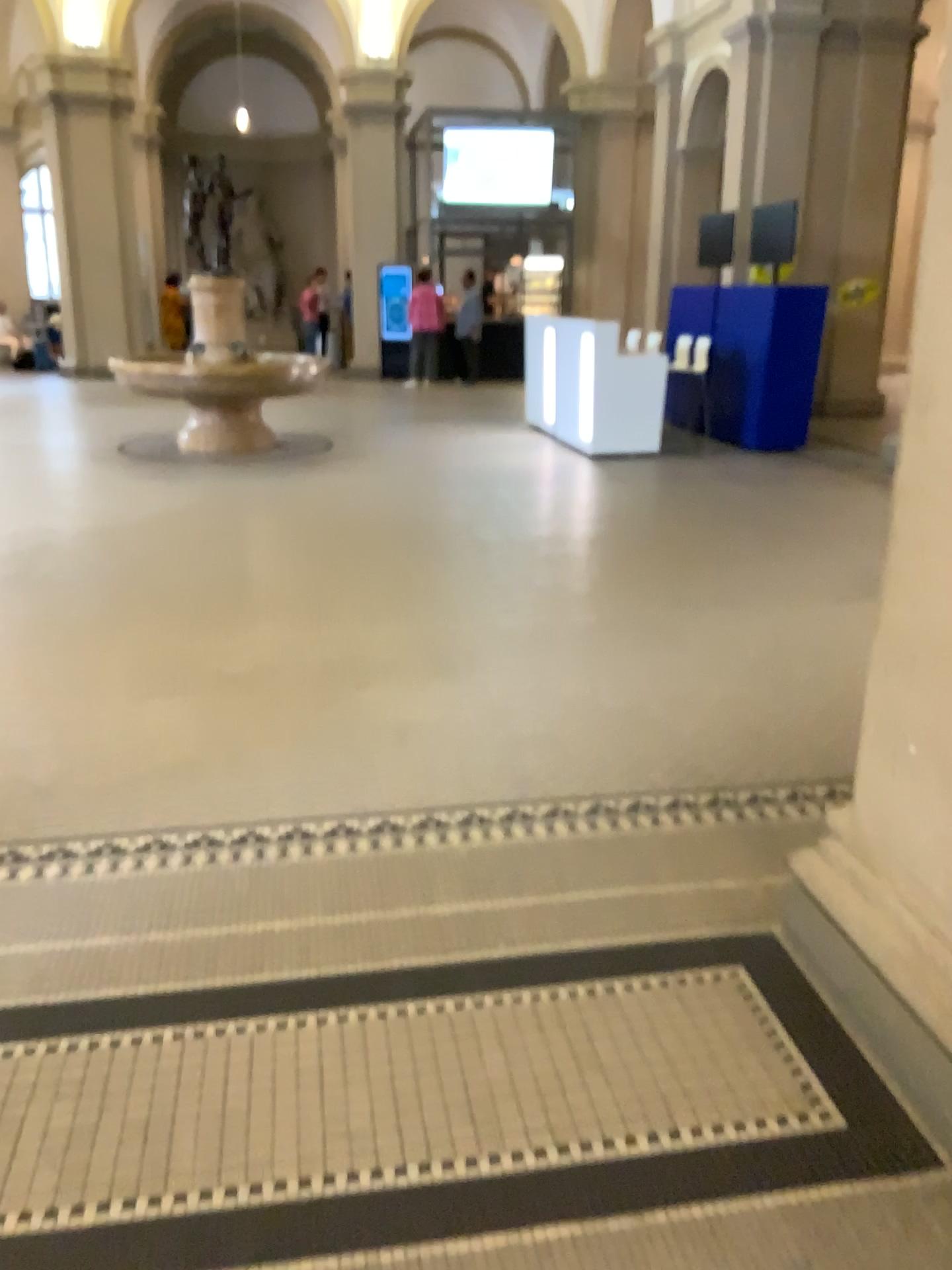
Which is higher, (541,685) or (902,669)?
(902,669)
